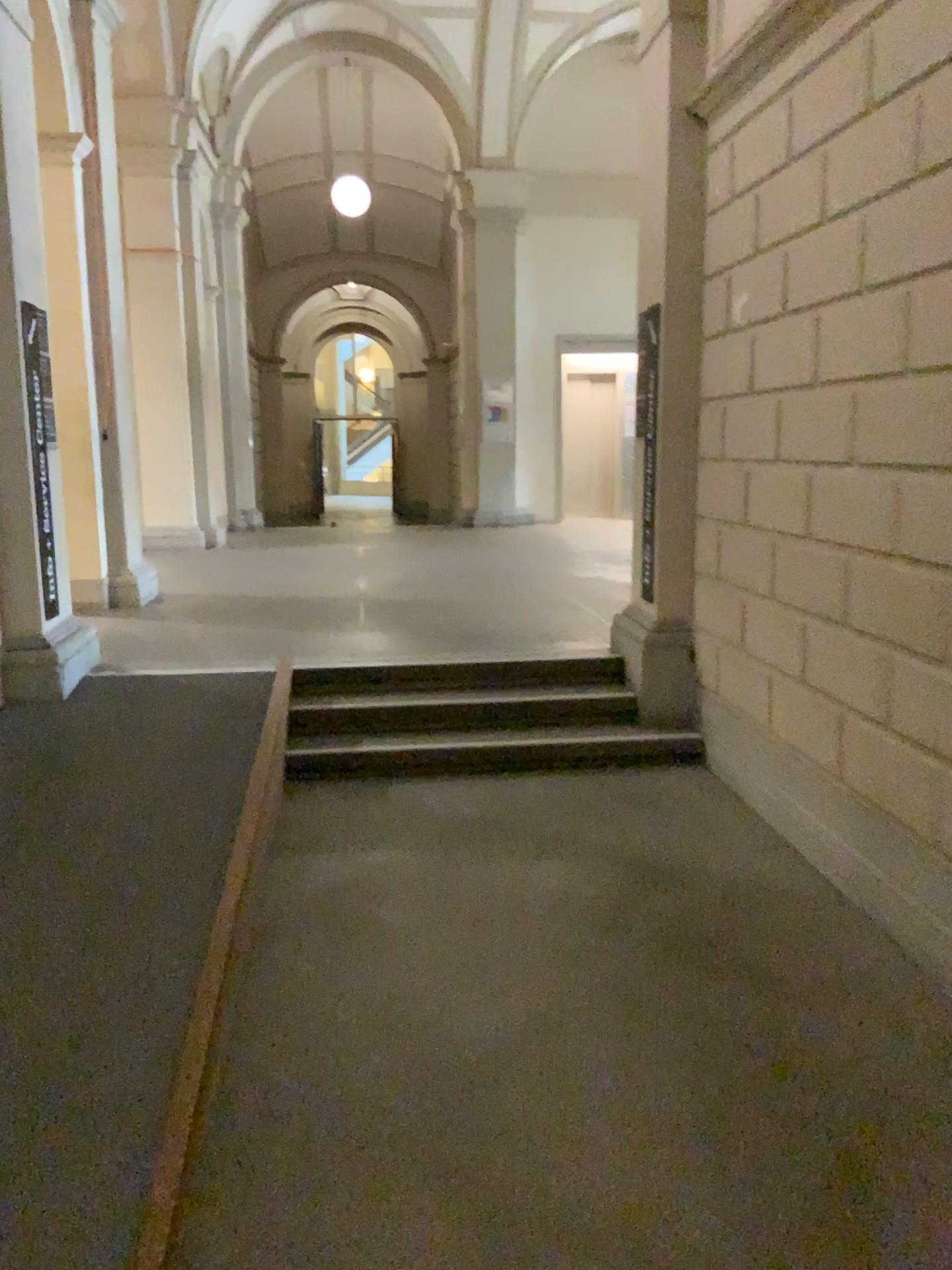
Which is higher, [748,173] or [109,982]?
[748,173]
